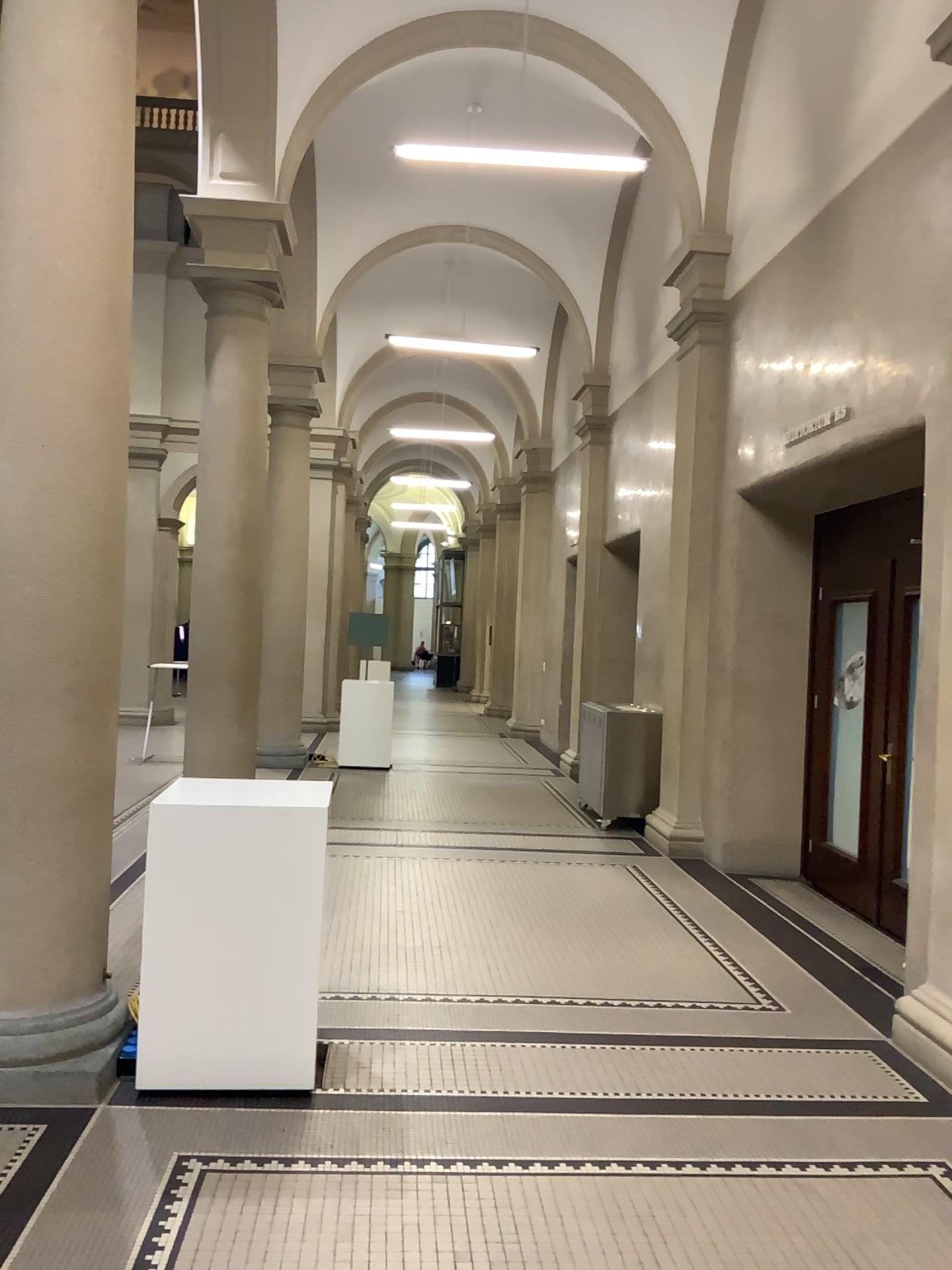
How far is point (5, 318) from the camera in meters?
3.6 m

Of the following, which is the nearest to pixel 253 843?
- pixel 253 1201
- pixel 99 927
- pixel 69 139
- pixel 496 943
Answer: pixel 99 927

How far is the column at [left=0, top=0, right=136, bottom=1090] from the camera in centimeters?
356cm
